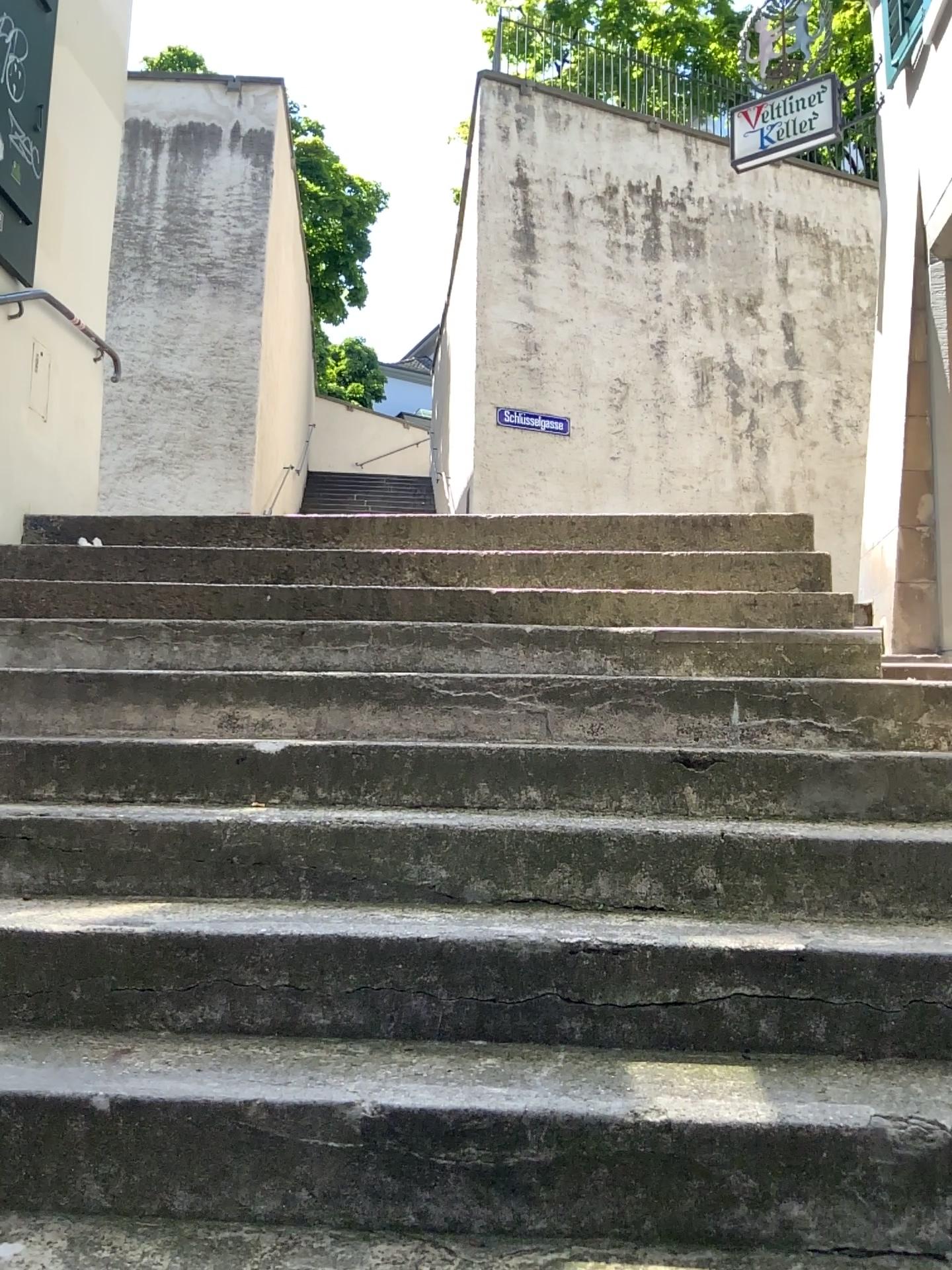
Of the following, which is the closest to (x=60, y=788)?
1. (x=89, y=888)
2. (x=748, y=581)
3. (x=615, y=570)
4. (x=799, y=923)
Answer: (x=89, y=888)
